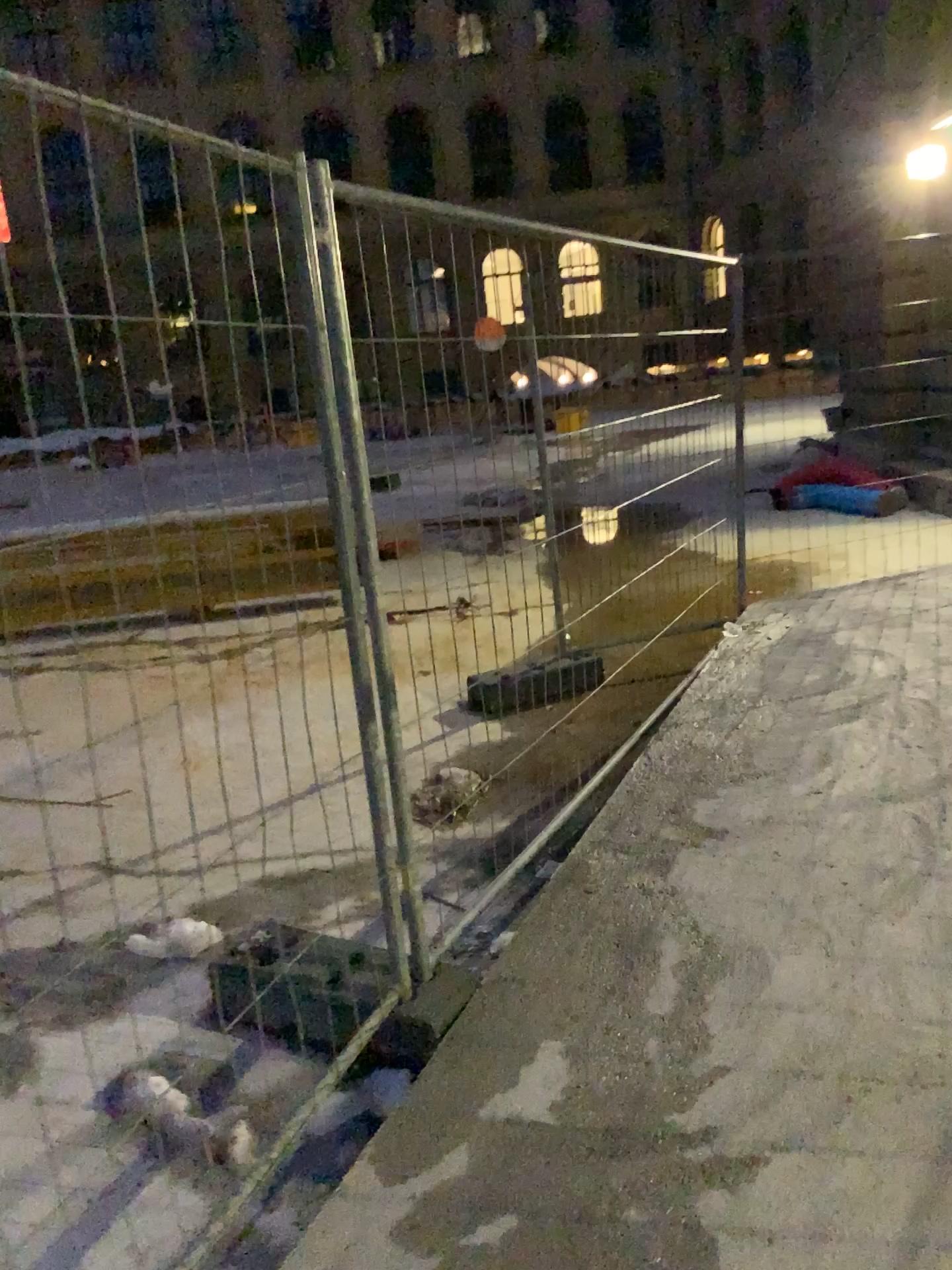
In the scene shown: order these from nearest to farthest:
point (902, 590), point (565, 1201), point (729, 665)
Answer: point (565, 1201) → point (729, 665) → point (902, 590)
